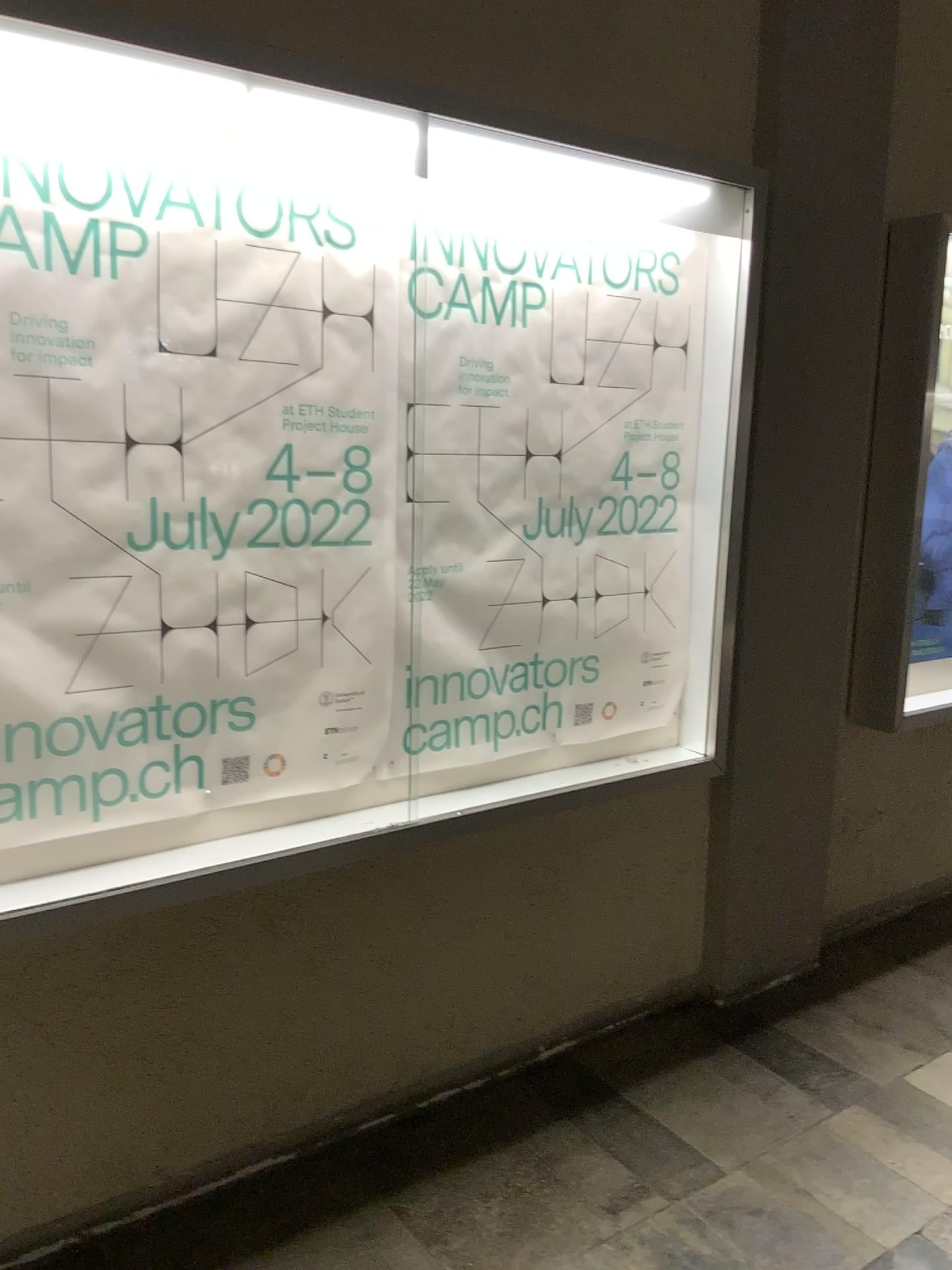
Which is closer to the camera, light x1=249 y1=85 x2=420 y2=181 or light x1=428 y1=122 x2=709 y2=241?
light x1=249 y1=85 x2=420 y2=181

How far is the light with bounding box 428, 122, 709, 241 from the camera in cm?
204

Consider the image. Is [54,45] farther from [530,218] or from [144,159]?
[530,218]

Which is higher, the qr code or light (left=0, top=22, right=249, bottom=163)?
light (left=0, top=22, right=249, bottom=163)

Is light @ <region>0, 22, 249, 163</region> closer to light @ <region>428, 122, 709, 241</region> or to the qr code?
light @ <region>428, 122, 709, 241</region>

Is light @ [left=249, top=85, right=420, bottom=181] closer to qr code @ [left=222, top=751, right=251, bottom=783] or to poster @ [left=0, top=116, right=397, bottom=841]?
poster @ [left=0, top=116, right=397, bottom=841]

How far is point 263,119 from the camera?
1.8m

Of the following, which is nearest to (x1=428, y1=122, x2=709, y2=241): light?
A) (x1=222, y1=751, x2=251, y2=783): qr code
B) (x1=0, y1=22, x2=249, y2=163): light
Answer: (x1=0, y1=22, x2=249, y2=163): light

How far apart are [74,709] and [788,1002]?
2.19m

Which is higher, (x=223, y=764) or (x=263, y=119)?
(x=263, y=119)
